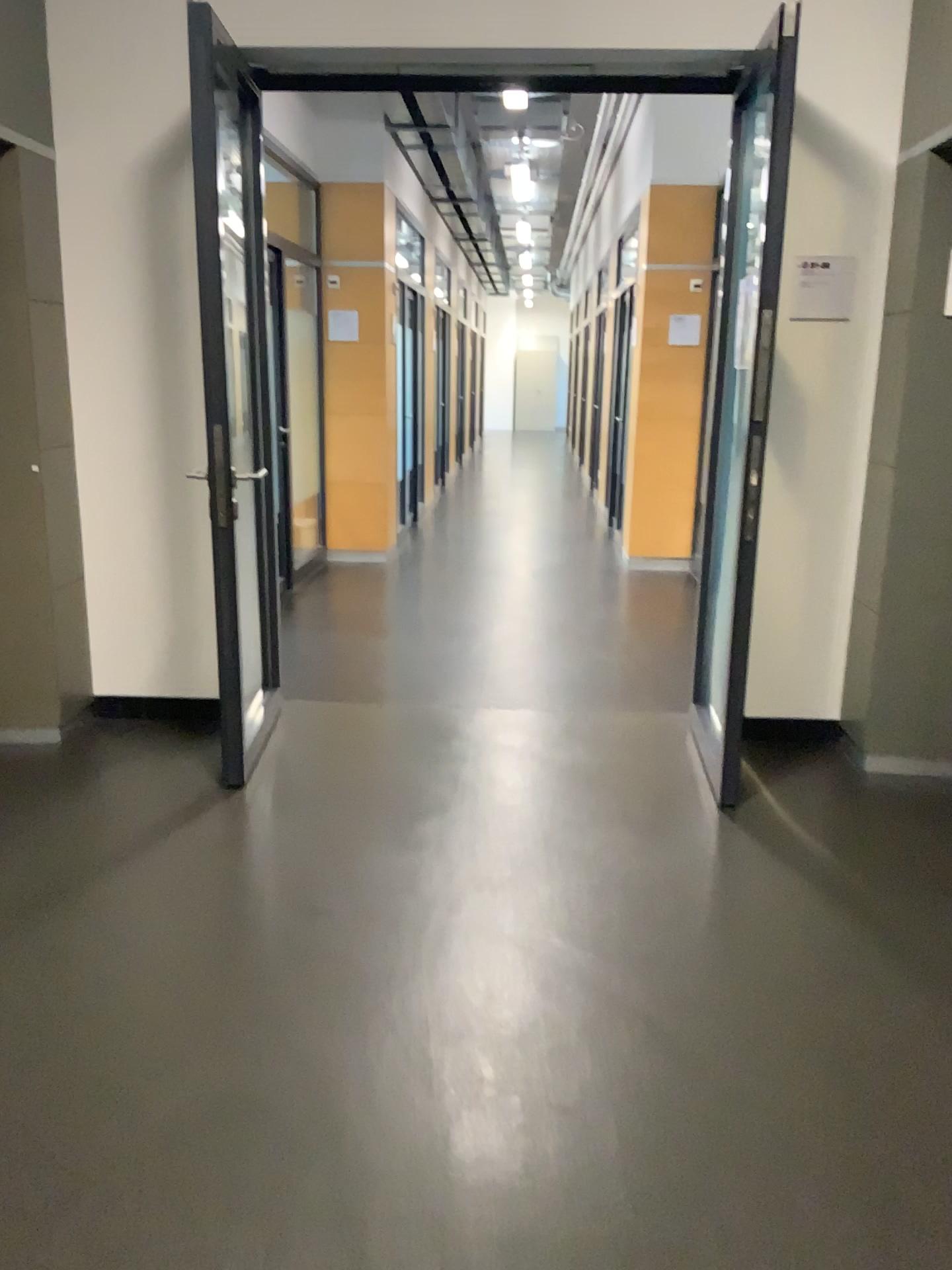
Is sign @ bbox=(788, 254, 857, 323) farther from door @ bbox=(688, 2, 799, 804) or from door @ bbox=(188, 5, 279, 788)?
door @ bbox=(188, 5, 279, 788)

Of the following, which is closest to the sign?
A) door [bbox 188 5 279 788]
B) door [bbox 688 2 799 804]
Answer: door [bbox 688 2 799 804]

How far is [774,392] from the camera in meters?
3.9

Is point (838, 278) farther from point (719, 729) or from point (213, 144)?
point (213, 144)

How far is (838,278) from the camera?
3.72m

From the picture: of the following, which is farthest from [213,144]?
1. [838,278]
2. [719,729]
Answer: [719,729]

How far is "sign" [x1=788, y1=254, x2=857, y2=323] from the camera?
3.72m
